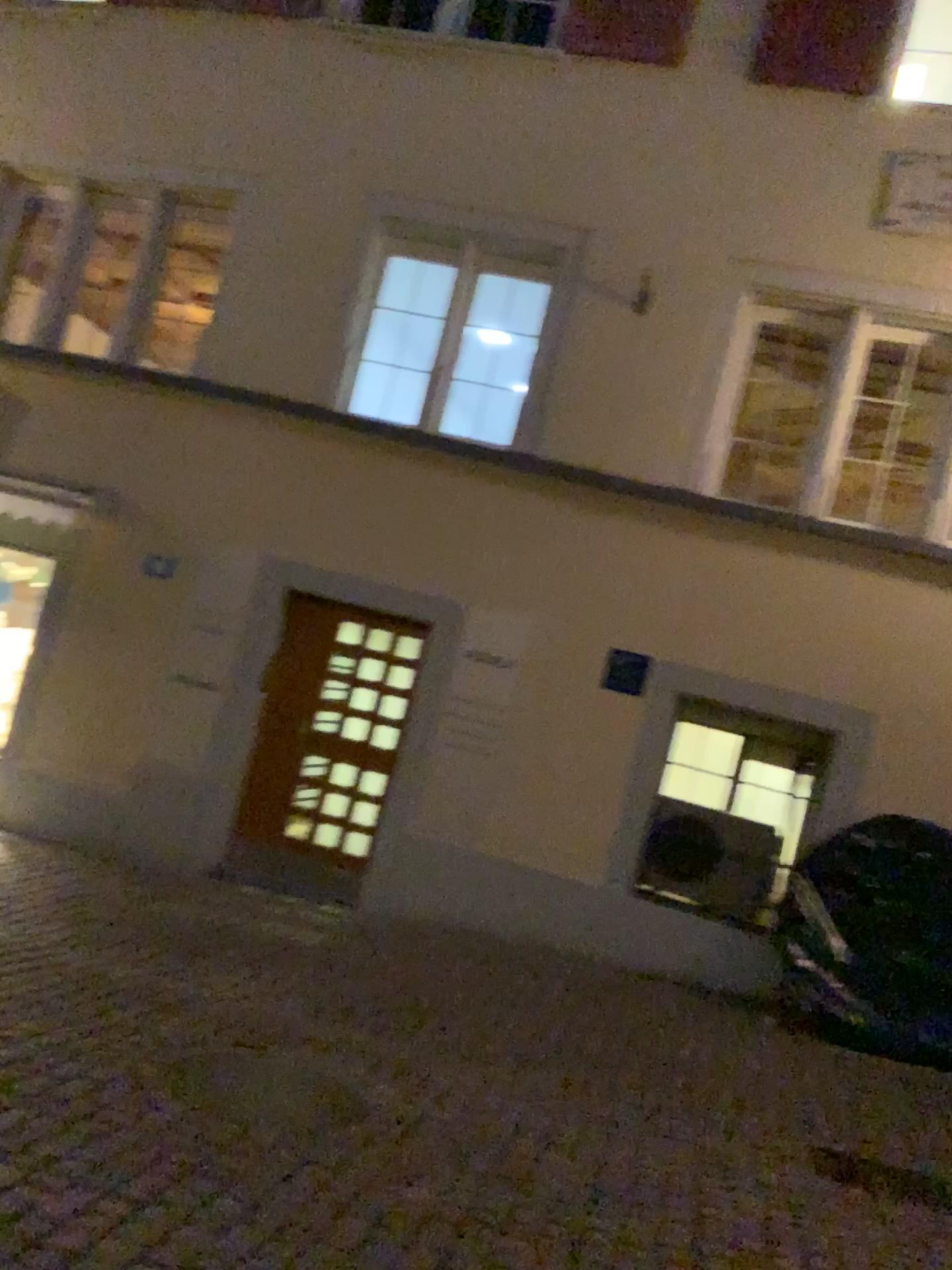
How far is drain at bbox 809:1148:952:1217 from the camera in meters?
4.0 m

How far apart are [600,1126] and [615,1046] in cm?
128

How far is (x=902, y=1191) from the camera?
4.0m
